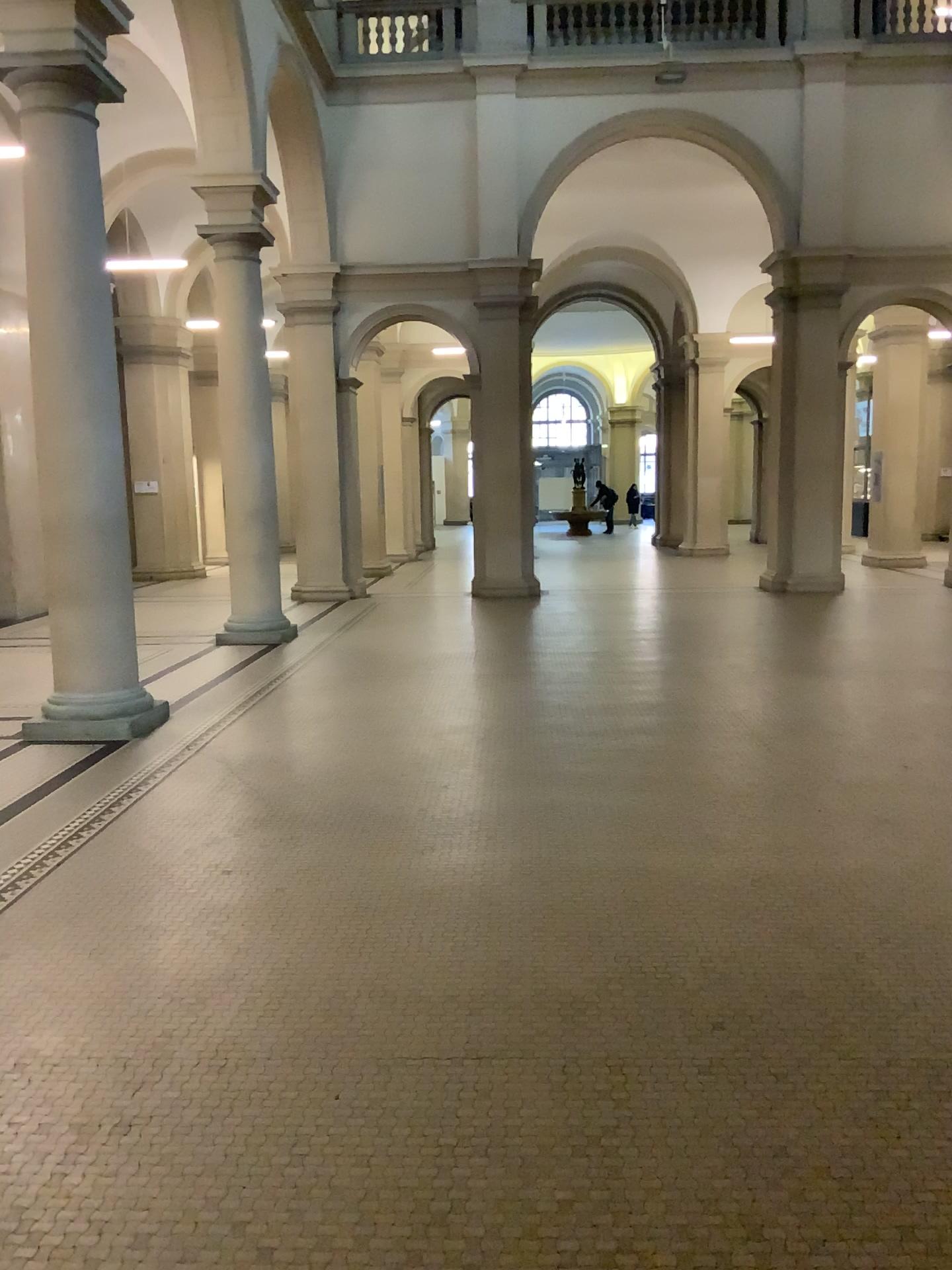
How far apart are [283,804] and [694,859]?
2.04m
